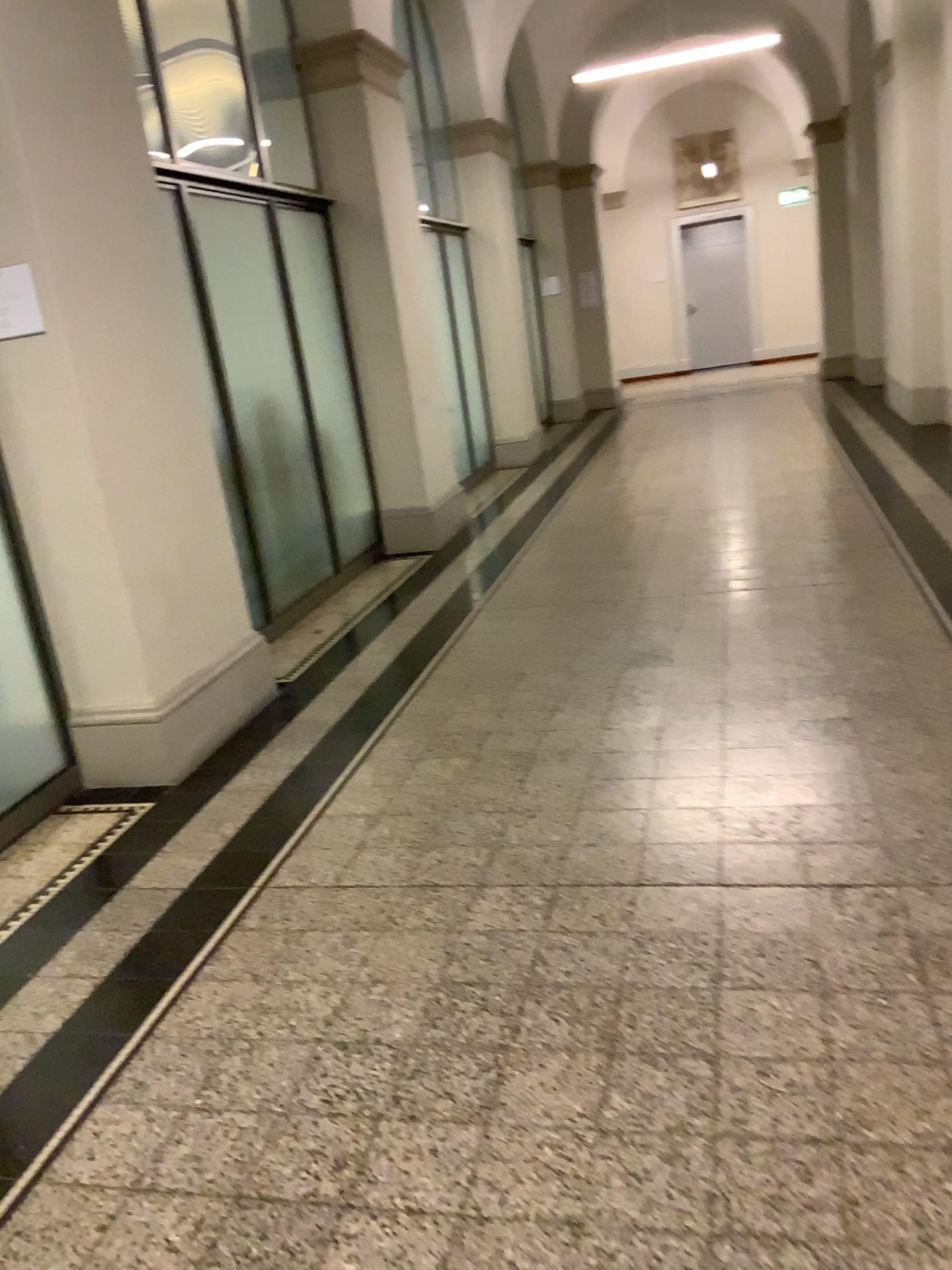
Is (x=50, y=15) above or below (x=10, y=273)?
above

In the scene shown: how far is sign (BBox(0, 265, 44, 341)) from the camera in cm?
318

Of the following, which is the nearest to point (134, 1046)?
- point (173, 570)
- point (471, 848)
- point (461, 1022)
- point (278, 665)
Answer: point (461, 1022)

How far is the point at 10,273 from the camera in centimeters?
318cm
